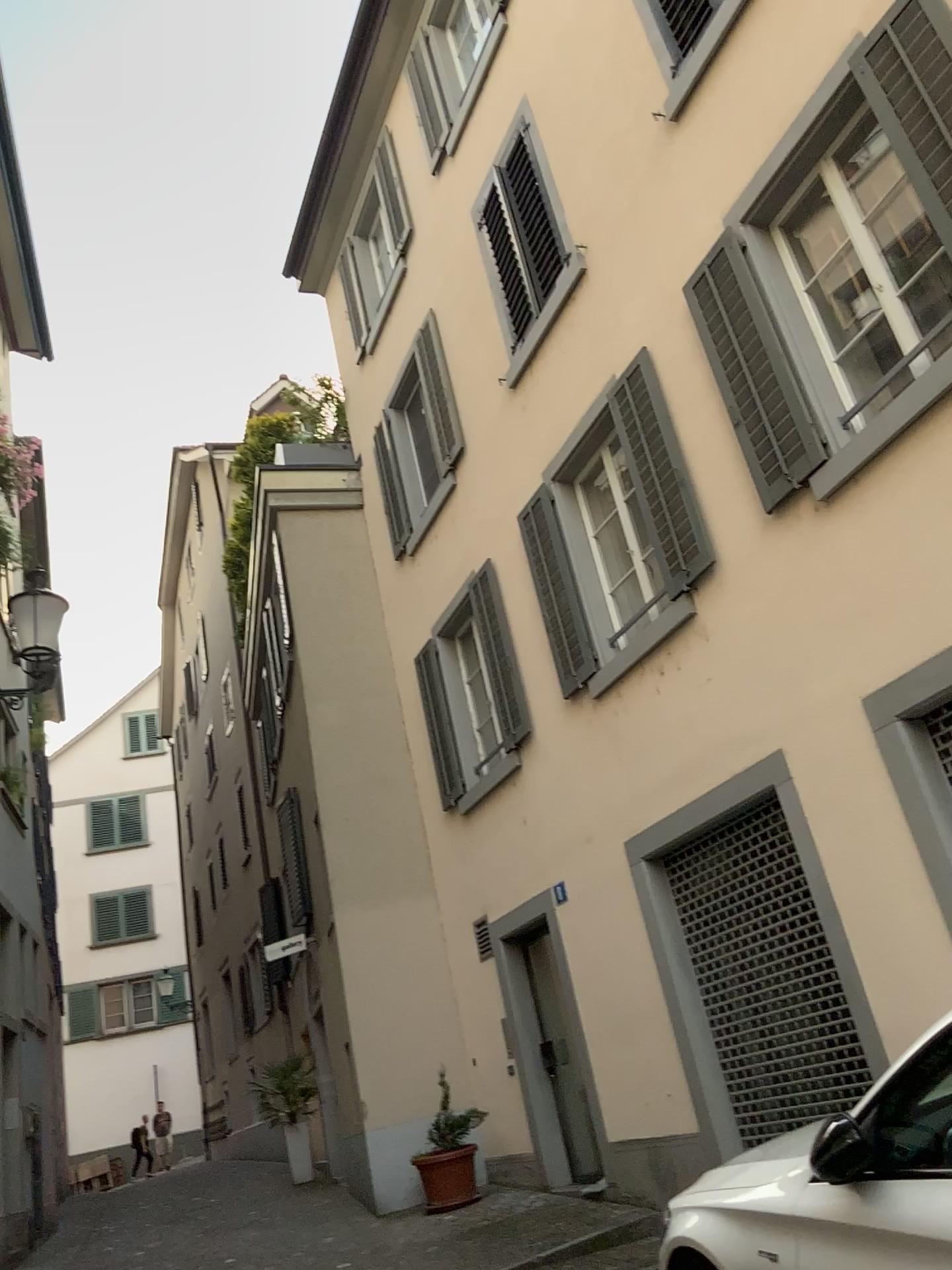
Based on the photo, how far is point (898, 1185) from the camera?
2.7 meters
